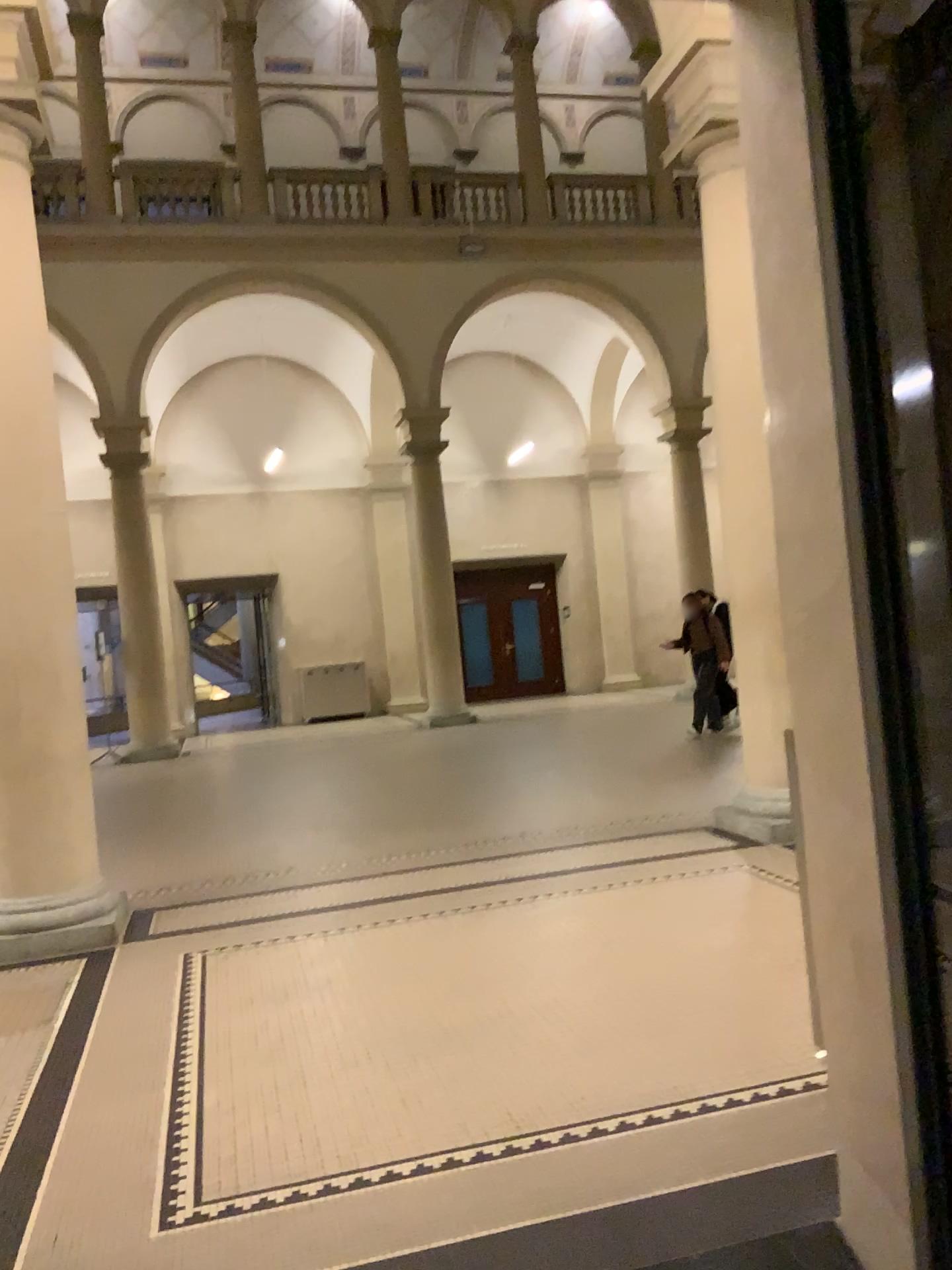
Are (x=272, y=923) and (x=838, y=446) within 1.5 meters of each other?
no
